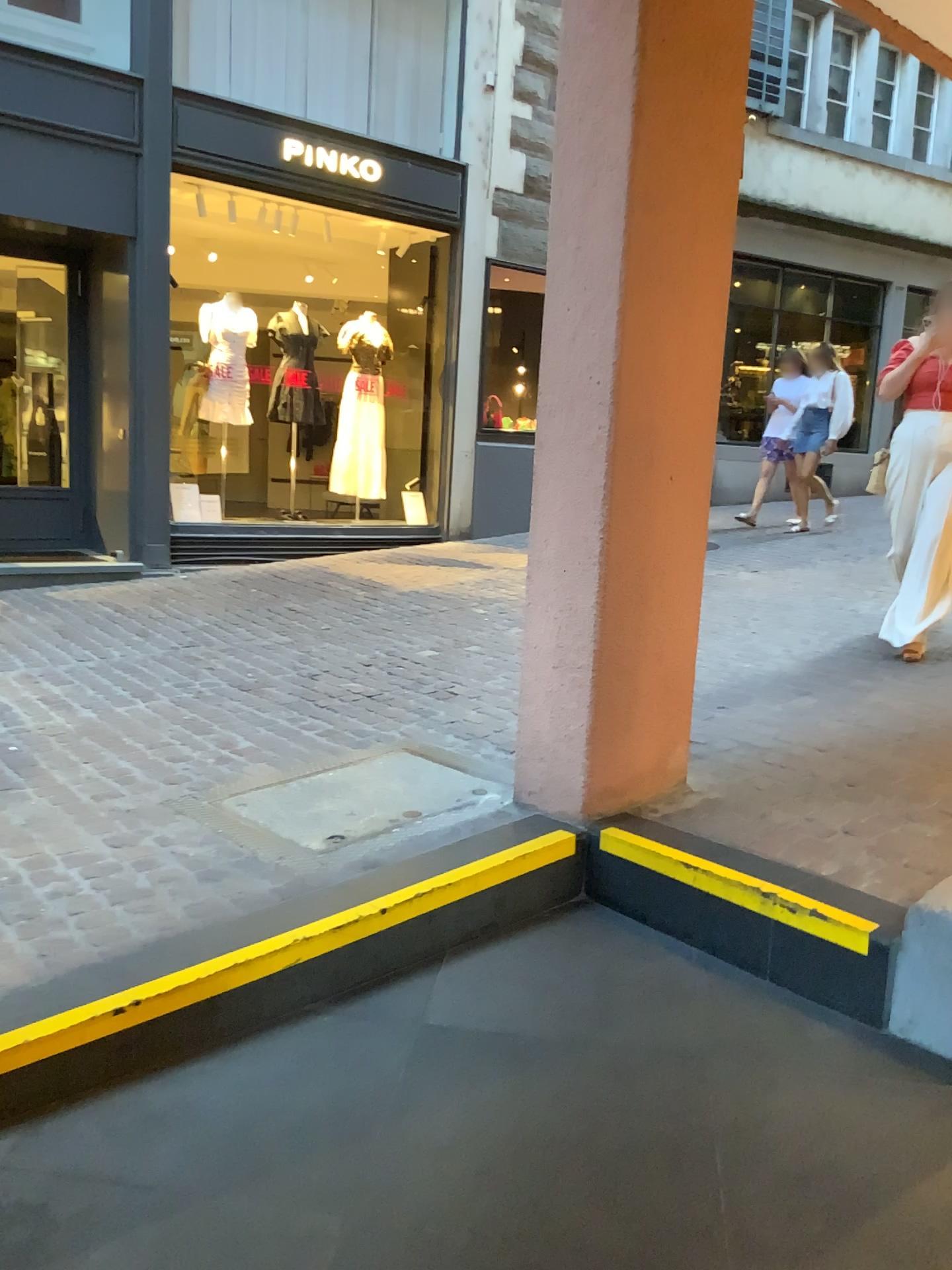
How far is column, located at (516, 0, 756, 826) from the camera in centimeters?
273cm

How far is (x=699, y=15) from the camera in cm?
273

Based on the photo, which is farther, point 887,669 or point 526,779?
point 887,669
